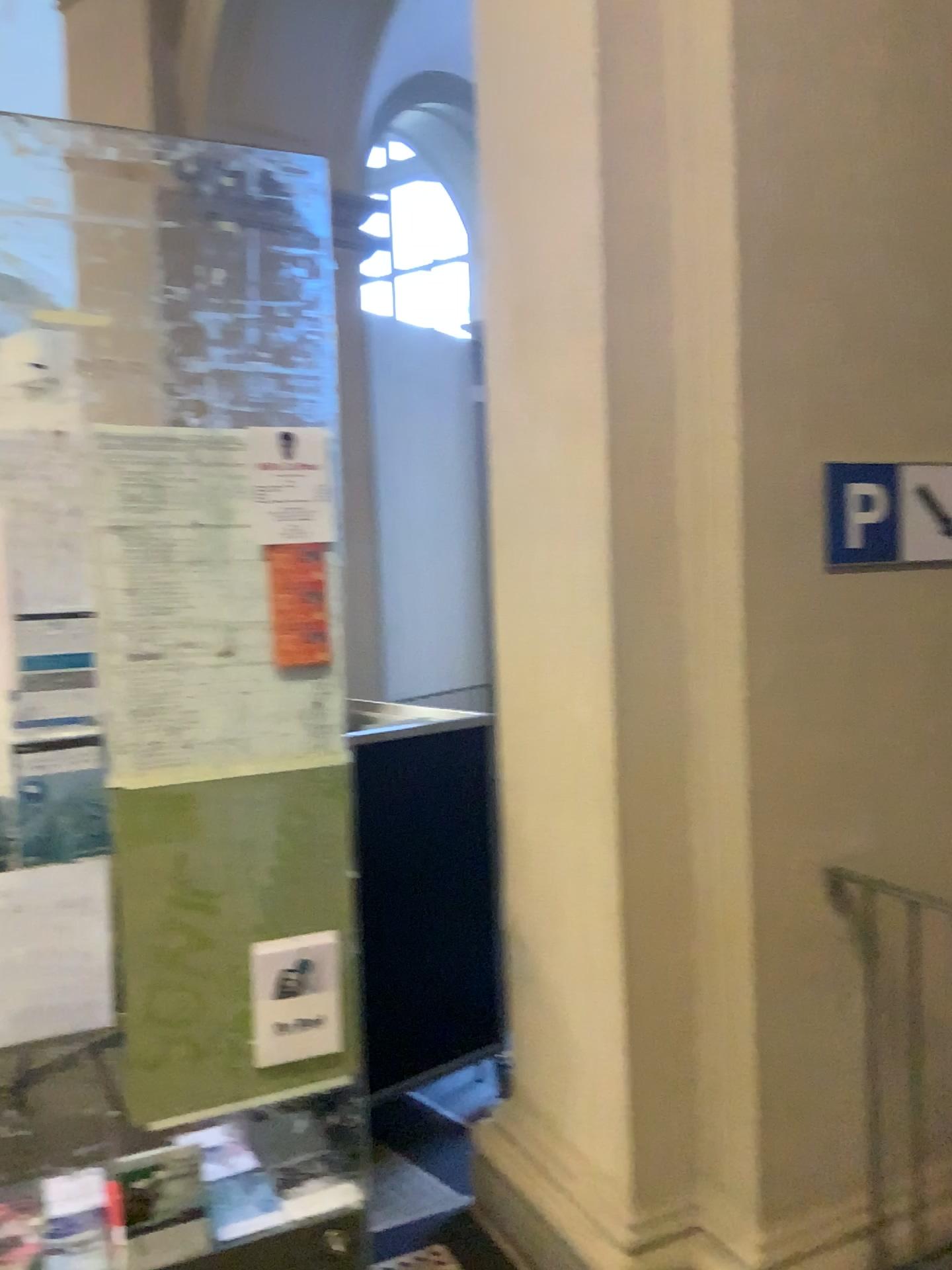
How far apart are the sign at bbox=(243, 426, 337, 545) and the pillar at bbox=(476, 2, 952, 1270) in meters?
0.6 m

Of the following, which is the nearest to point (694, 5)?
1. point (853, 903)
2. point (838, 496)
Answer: point (838, 496)

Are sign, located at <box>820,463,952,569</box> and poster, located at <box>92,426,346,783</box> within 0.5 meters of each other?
no

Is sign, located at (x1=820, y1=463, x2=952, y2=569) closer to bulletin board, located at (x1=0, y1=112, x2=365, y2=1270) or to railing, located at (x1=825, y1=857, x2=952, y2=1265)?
railing, located at (x1=825, y1=857, x2=952, y2=1265)

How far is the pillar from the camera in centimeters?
210cm

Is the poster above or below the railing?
above

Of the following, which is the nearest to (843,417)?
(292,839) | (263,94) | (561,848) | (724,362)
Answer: (724,362)

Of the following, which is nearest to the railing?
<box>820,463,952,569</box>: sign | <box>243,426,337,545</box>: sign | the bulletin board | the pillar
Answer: the pillar

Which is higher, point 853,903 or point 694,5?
point 694,5

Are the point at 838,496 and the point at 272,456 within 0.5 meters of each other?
no
